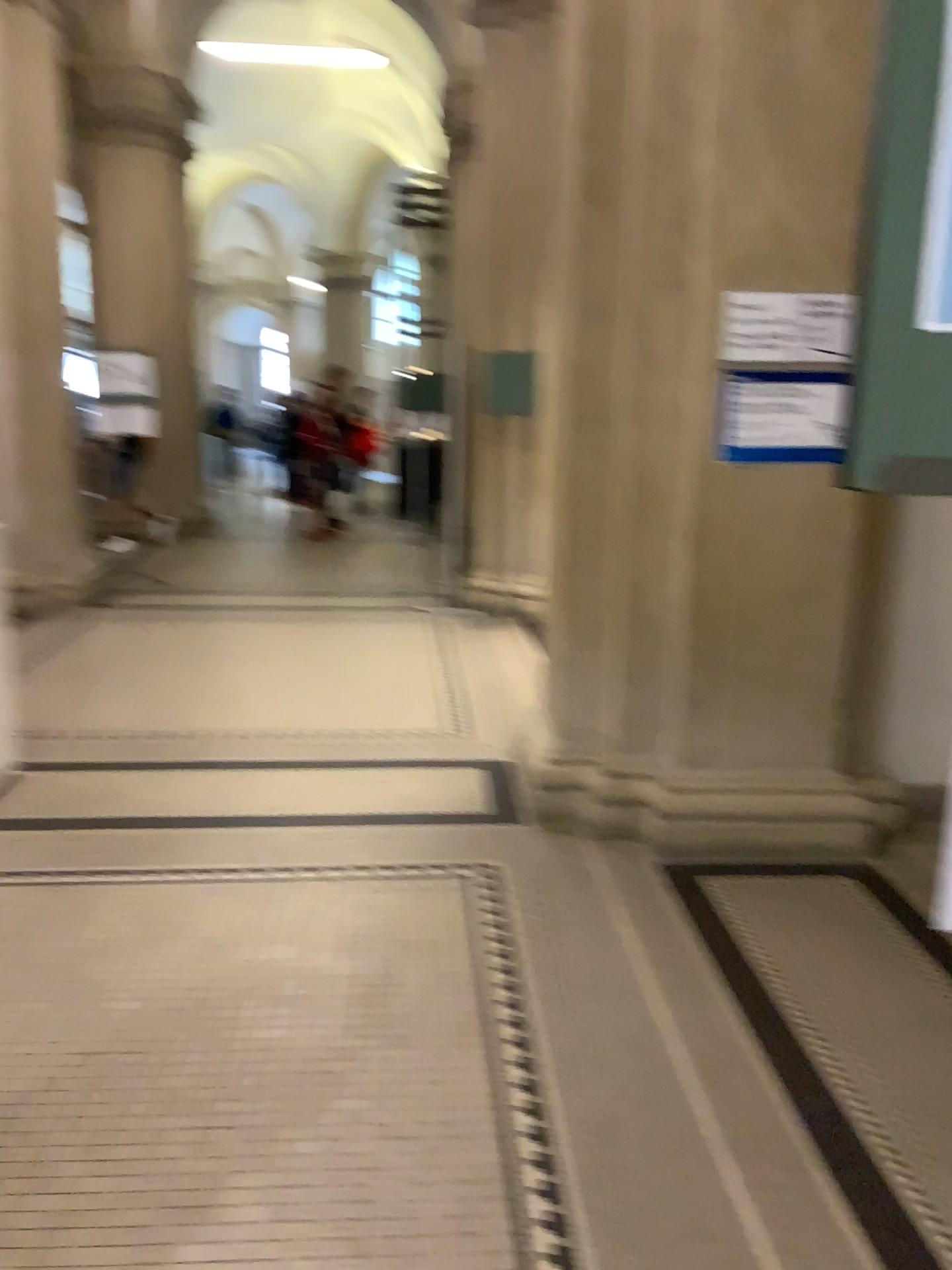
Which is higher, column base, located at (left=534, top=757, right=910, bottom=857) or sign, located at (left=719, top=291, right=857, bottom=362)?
sign, located at (left=719, top=291, right=857, bottom=362)

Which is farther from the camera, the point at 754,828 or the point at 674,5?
the point at 754,828

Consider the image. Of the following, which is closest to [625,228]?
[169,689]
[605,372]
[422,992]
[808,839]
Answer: [605,372]

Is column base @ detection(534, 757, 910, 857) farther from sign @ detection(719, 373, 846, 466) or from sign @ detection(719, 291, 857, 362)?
sign @ detection(719, 291, 857, 362)

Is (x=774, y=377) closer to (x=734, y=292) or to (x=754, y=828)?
(x=734, y=292)

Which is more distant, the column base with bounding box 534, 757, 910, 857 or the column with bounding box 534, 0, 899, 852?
the column base with bounding box 534, 757, 910, 857

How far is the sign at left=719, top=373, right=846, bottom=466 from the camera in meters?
3.3

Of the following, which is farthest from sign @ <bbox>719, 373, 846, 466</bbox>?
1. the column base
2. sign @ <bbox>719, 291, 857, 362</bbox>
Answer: the column base

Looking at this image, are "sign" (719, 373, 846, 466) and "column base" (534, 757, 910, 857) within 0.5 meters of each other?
no

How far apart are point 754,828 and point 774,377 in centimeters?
148cm
